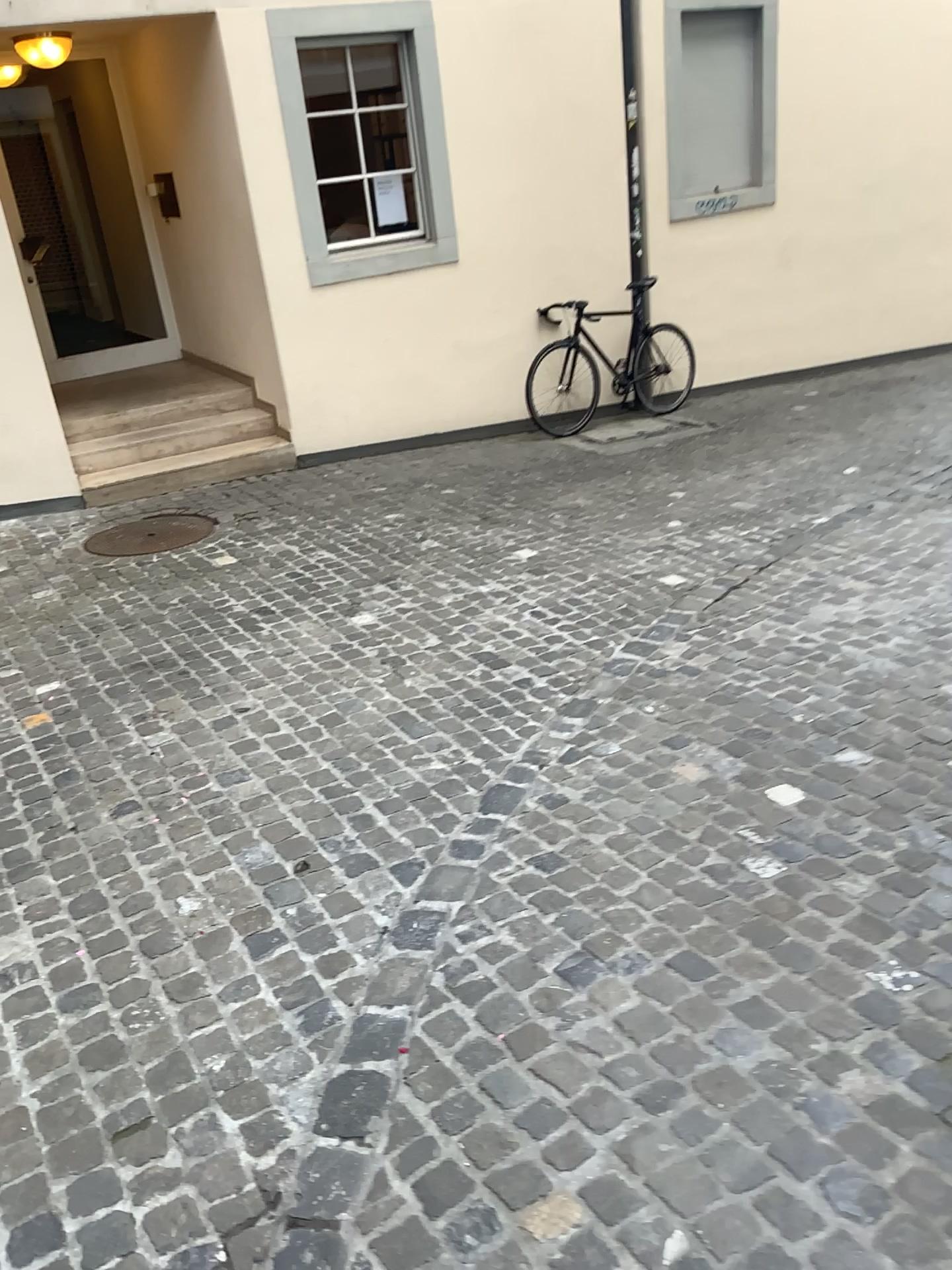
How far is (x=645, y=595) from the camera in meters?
4.6 m
